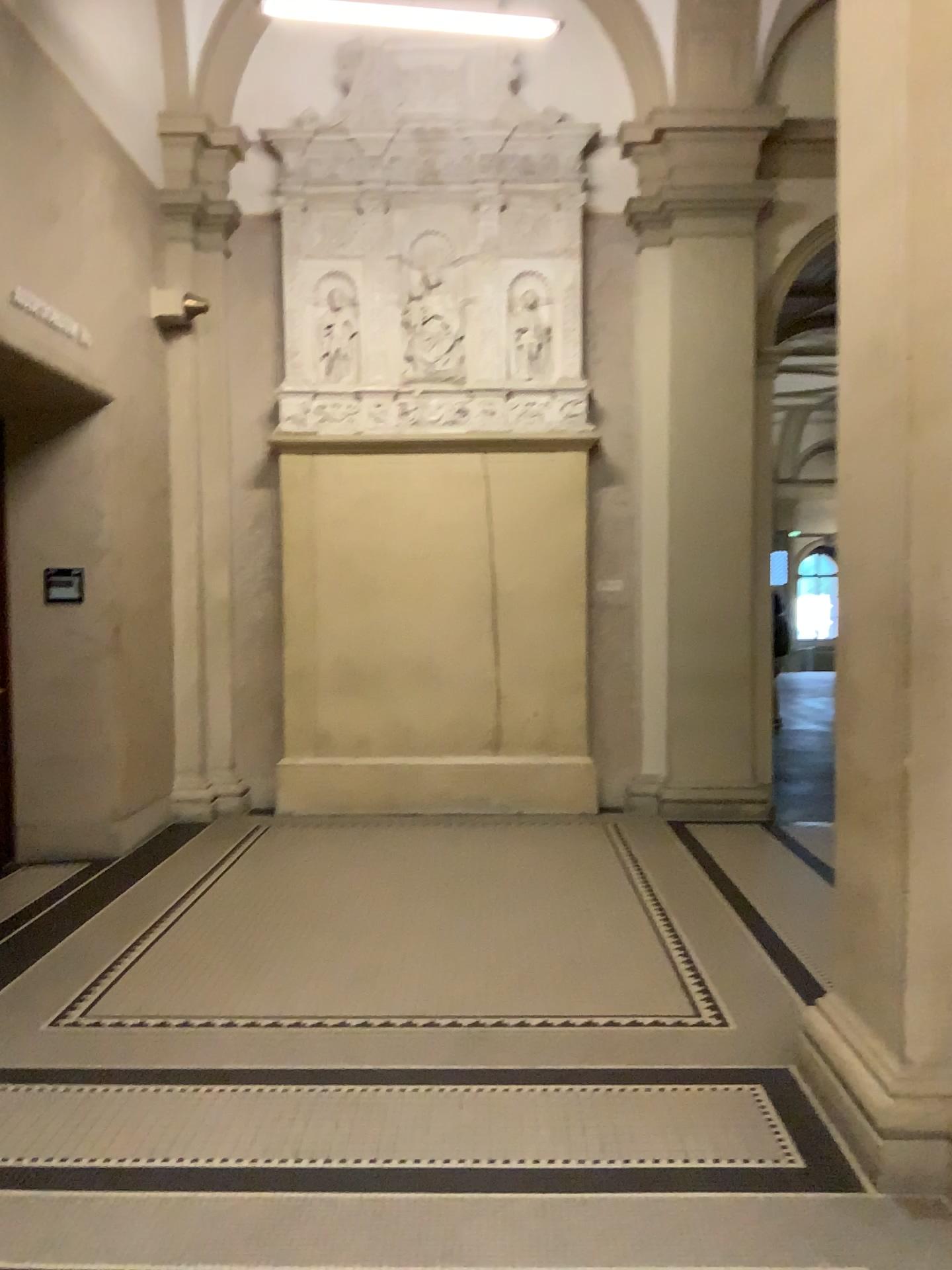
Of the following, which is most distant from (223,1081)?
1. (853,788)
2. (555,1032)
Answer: (853,788)

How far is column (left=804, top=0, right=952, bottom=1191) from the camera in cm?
267

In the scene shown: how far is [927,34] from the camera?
2.67m
